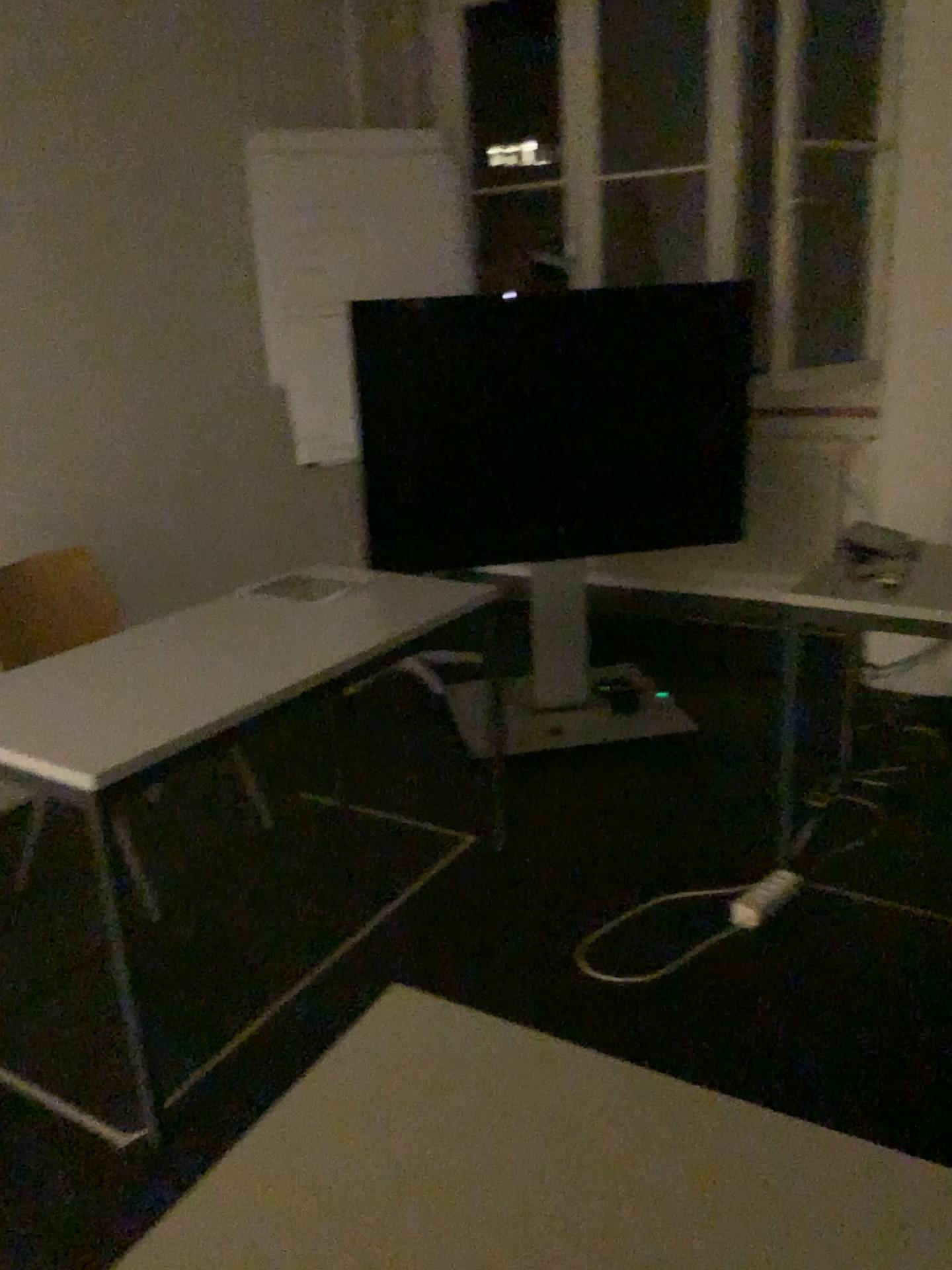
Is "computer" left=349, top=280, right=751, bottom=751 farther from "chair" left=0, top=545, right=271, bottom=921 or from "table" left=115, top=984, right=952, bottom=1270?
"table" left=115, top=984, right=952, bottom=1270

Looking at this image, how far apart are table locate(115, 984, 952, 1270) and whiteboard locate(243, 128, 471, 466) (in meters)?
2.78

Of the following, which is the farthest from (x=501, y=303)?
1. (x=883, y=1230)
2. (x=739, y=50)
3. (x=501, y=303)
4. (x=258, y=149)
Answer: (x=883, y=1230)

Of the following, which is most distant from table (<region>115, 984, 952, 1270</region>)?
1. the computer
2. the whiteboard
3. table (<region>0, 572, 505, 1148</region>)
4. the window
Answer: the window

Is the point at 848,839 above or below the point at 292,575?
below

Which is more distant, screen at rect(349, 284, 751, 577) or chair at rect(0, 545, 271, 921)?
screen at rect(349, 284, 751, 577)

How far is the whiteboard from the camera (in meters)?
3.54

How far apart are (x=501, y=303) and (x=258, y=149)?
1.0m

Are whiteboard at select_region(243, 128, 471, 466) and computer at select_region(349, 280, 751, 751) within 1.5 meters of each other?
yes

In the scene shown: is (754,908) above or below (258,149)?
below
